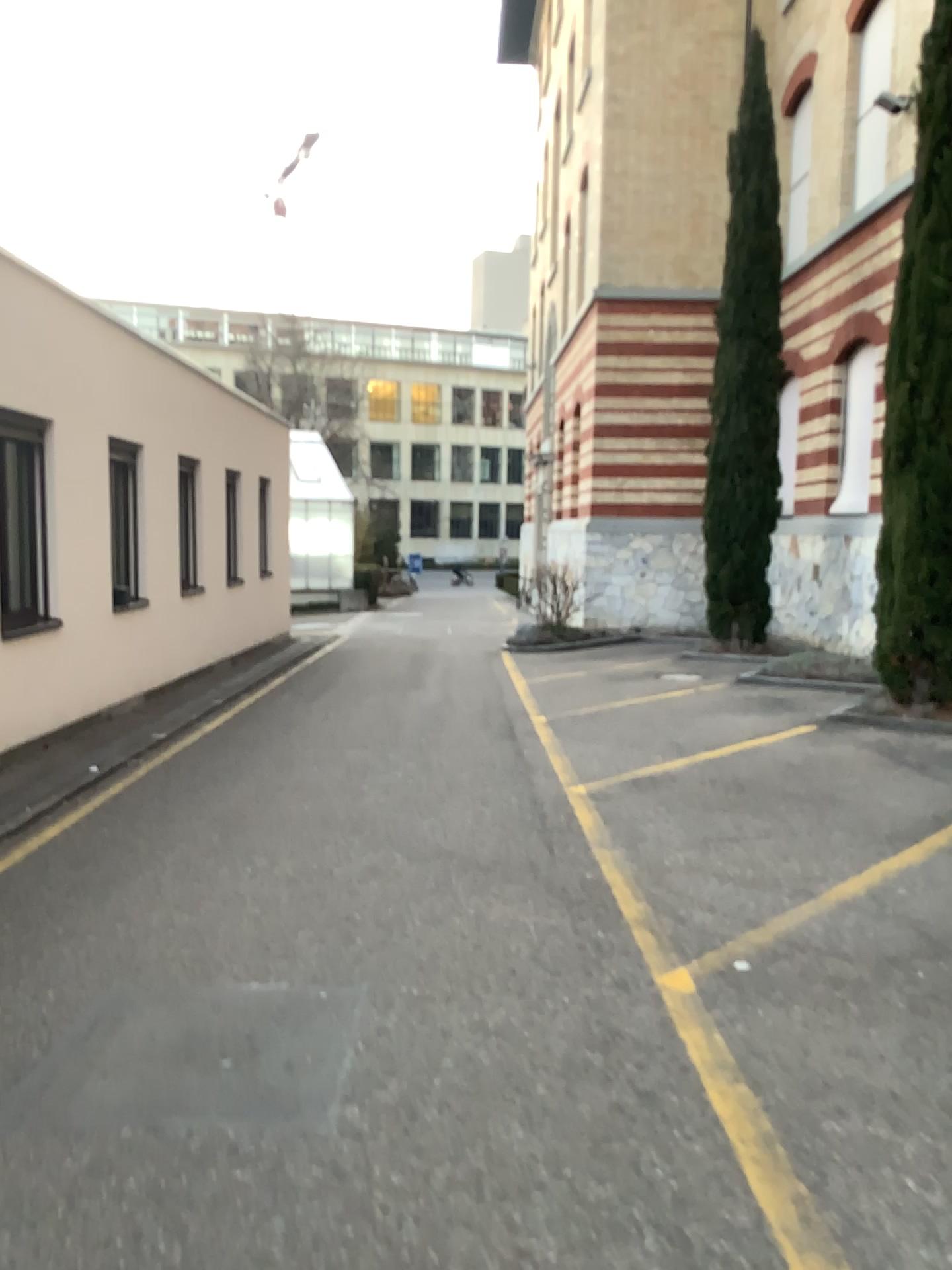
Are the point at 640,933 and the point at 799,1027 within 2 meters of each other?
yes
